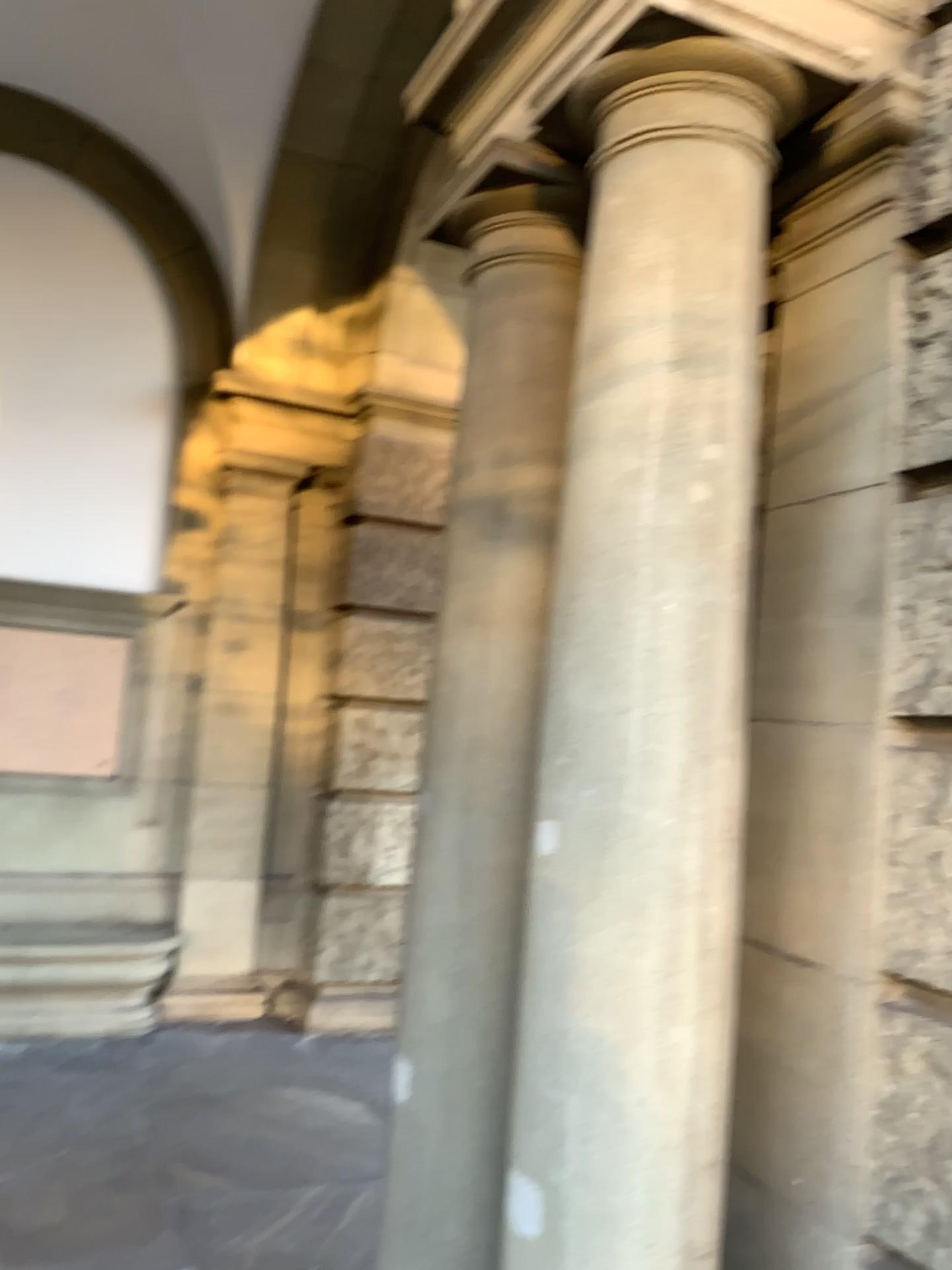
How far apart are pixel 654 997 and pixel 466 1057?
0.8m

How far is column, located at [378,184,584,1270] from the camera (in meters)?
2.52

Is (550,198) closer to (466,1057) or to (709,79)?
(709,79)

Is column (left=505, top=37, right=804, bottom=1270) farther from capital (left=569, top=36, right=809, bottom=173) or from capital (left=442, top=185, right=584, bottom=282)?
capital (left=442, top=185, right=584, bottom=282)

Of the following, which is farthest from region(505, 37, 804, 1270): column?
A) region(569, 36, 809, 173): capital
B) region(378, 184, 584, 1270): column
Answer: region(378, 184, 584, 1270): column

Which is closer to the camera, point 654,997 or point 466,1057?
point 654,997

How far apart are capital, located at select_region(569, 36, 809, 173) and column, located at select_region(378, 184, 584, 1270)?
0.5 meters

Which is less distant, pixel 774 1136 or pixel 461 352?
pixel 774 1136

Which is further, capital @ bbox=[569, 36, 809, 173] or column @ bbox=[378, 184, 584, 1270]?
column @ bbox=[378, 184, 584, 1270]

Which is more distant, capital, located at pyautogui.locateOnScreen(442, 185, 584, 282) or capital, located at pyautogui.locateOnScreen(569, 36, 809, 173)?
capital, located at pyautogui.locateOnScreen(442, 185, 584, 282)
